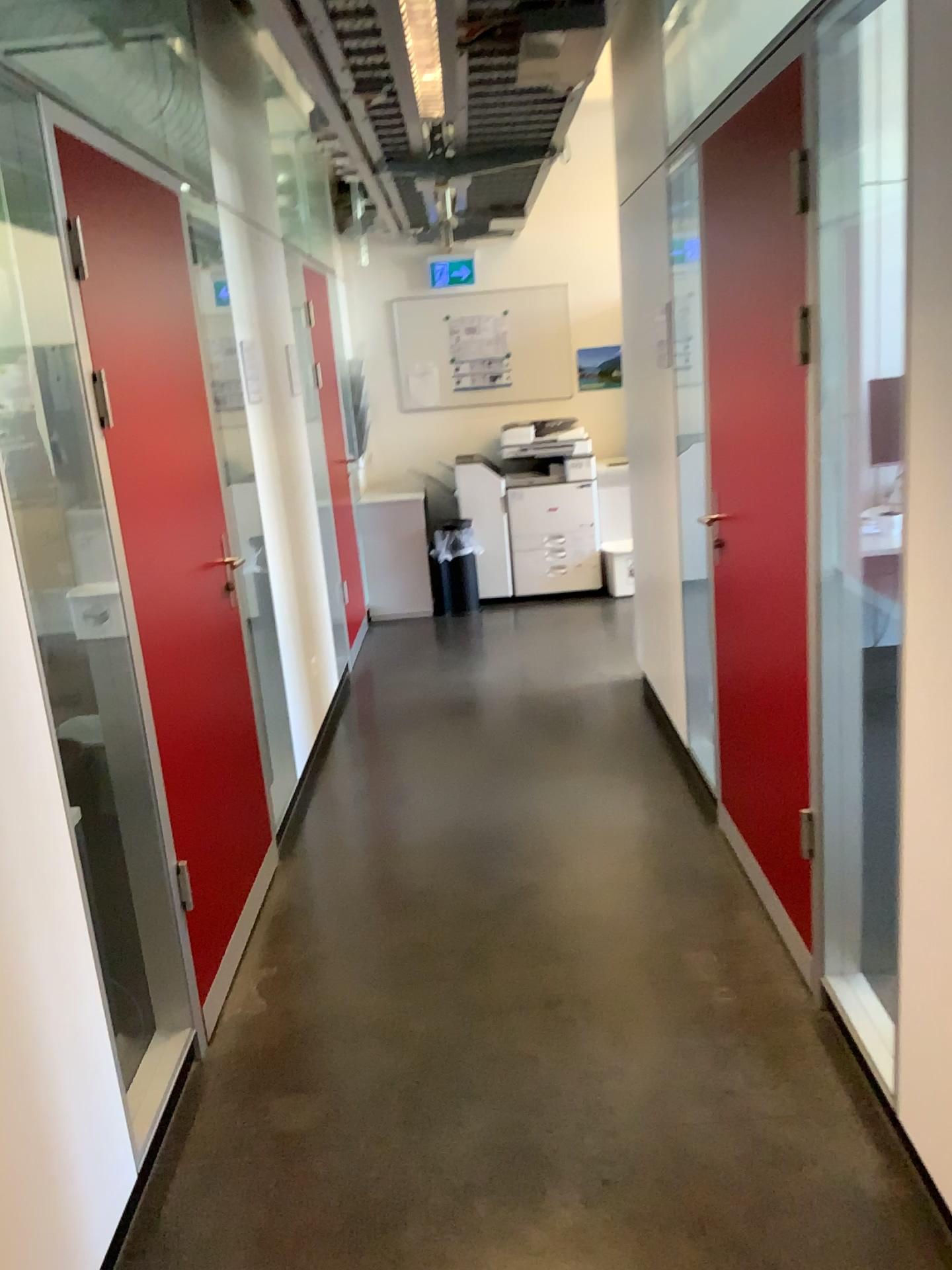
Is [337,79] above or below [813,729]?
above
